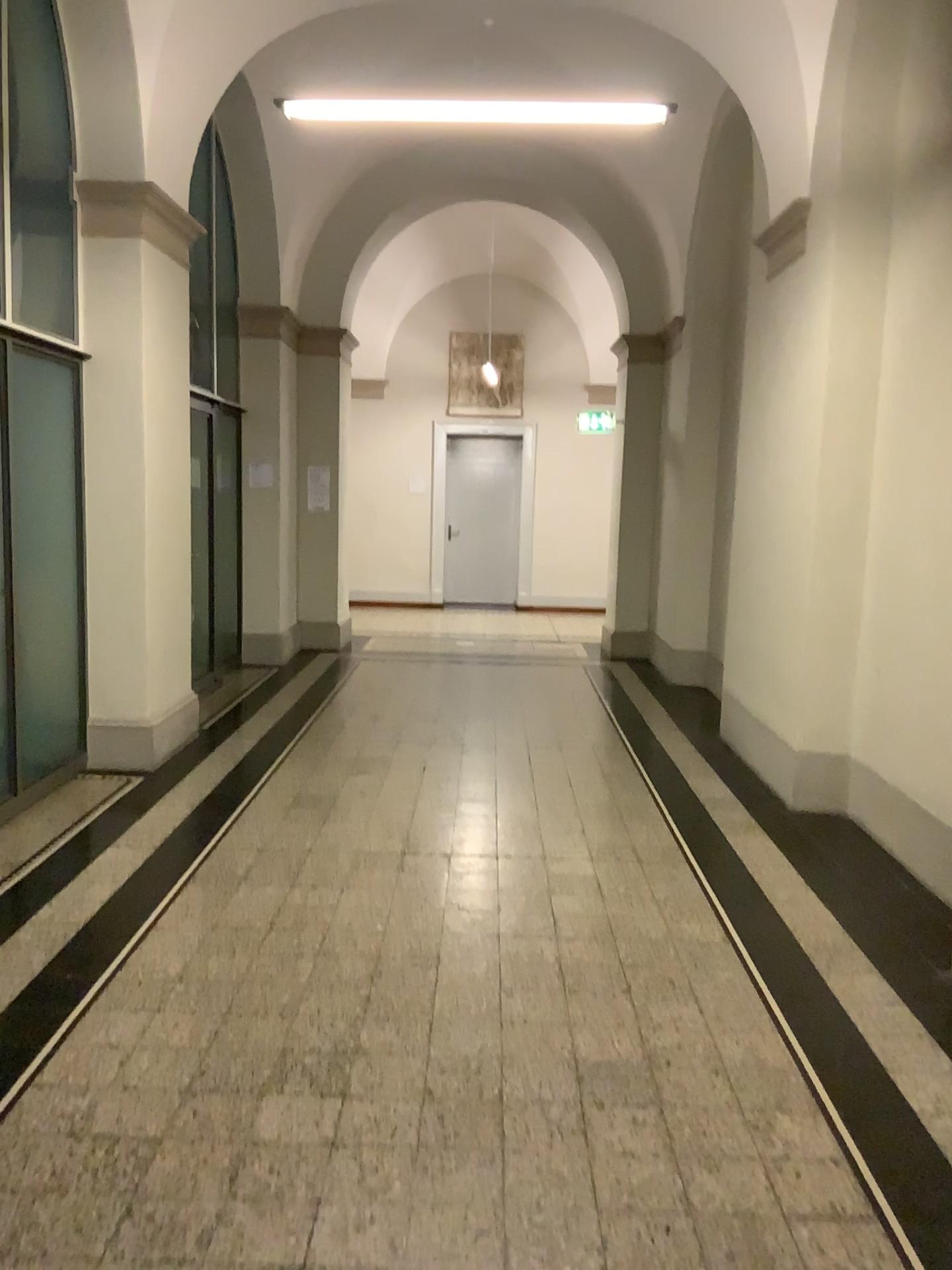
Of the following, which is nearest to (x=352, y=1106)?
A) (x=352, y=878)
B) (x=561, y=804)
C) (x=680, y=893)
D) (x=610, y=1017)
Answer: (x=610, y=1017)
